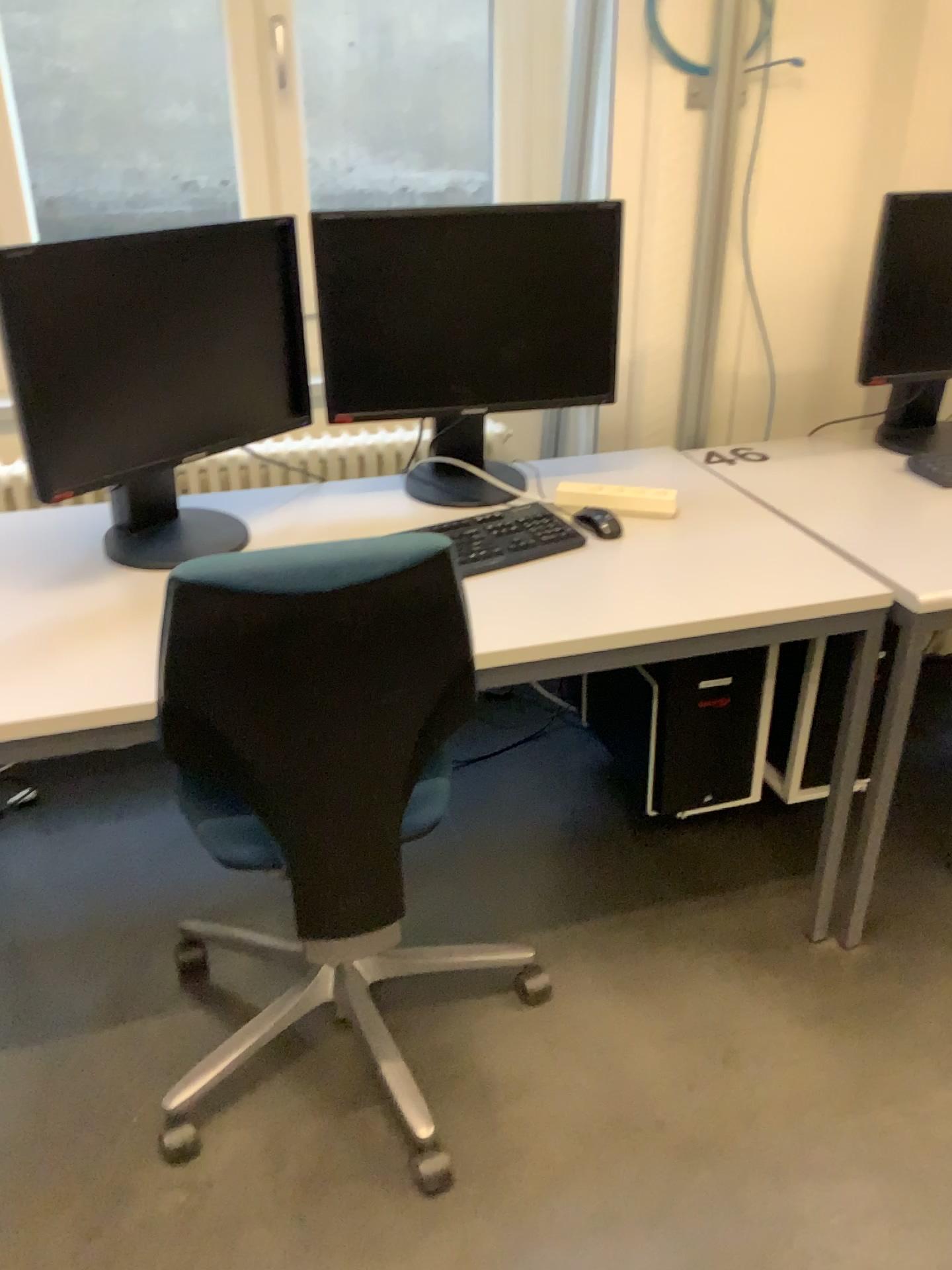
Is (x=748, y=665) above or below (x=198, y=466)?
below

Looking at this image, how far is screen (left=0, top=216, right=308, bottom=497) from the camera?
1.5m

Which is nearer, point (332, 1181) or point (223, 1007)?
point (332, 1181)

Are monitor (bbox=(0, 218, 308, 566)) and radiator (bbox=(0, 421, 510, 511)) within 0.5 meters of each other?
yes

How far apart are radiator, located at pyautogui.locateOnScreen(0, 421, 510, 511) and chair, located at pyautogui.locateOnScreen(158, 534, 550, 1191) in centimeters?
75cm

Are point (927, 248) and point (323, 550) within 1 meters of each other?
no

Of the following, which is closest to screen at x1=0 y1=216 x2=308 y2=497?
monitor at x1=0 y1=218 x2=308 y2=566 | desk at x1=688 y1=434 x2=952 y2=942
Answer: monitor at x1=0 y1=218 x2=308 y2=566

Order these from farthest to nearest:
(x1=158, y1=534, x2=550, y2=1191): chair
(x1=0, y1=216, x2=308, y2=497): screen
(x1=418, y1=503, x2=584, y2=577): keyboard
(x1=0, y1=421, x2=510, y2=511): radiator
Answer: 1. (x1=0, y1=421, x2=510, y2=511): radiator
2. (x1=418, y1=503, x2=584, y2=577): keyboard
3. (x1=0, y1=216, x2=308, y2=497): screen
4. (x1=158, y1=534, x2=550, y2=1191): chair

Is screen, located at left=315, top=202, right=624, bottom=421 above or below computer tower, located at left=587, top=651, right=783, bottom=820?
above

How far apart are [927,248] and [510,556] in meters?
1.0 m
